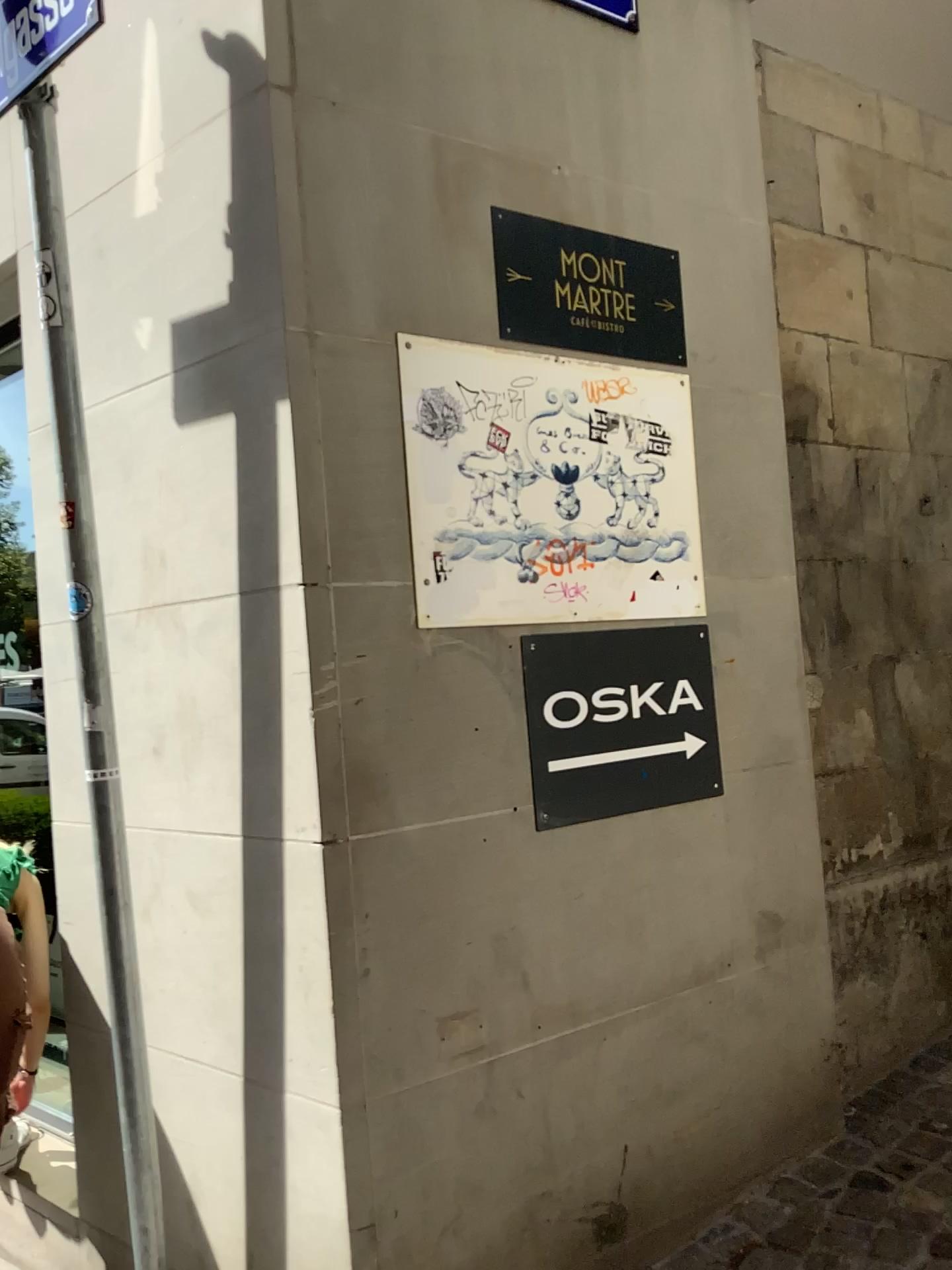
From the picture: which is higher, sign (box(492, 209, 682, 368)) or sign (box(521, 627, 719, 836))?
sign (box(492, 209, 682, 368))

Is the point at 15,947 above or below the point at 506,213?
below

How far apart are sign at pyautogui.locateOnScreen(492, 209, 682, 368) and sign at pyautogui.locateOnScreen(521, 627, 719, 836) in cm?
63

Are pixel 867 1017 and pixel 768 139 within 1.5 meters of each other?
no

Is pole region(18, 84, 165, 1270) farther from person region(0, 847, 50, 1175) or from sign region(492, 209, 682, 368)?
sign region(492, 209, 682, 368)

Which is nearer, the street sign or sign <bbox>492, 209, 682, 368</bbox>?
the street sign

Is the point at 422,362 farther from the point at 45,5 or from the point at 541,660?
the point at 45,5

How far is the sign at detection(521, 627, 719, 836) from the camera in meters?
2.2

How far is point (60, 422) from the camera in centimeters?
204cm

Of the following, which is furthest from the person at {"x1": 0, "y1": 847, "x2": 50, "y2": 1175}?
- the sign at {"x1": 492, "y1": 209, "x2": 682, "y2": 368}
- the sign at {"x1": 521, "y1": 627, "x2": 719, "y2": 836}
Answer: the sign at {"x1": 492, "y1": 209, "x2": 682, "y2": 368}
